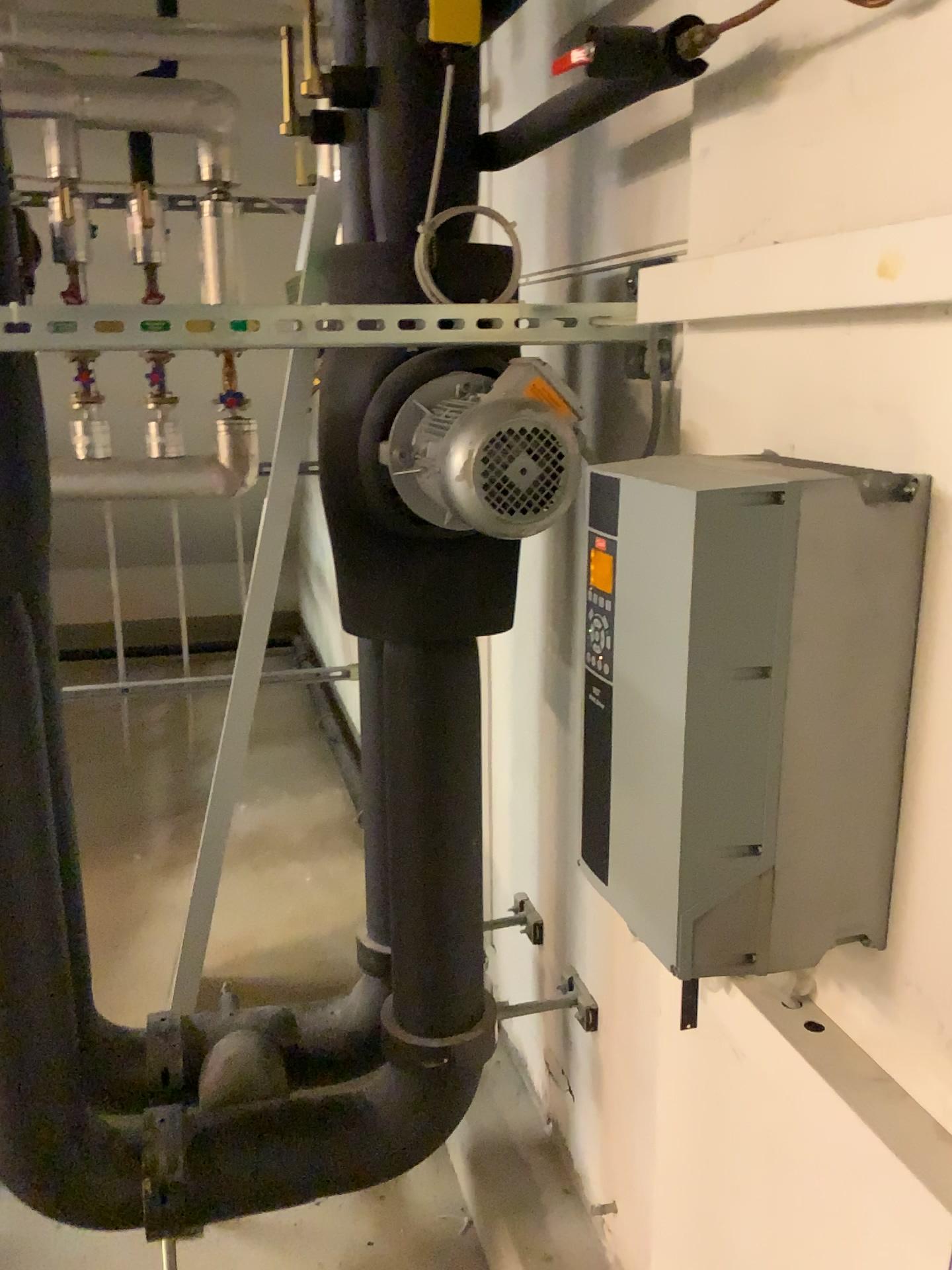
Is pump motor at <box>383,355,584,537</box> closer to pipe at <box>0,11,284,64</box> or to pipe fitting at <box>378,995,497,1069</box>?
pipe fitting at <box>378,995,497,1069</box>

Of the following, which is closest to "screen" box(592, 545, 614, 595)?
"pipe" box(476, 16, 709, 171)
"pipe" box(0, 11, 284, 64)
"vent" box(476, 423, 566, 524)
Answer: "vent" box(476, 423, 566, 524)

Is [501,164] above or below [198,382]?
above

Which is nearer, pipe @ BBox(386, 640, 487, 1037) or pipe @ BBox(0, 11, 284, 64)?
pipe @ BBox(386, 640, 487, 1037)

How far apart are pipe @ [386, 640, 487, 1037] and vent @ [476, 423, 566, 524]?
0.4 meters

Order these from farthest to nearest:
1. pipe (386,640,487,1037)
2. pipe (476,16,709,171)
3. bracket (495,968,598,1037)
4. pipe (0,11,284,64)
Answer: pipe (0,11,284,64) → bracket (495,968,598,1037) → pipe (386,640,487,1037) → pipe (476,16,709,171)

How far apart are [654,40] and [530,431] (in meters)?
0.38

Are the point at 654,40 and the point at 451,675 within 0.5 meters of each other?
no

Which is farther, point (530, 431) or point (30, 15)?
point (30, 15)

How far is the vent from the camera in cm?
113
